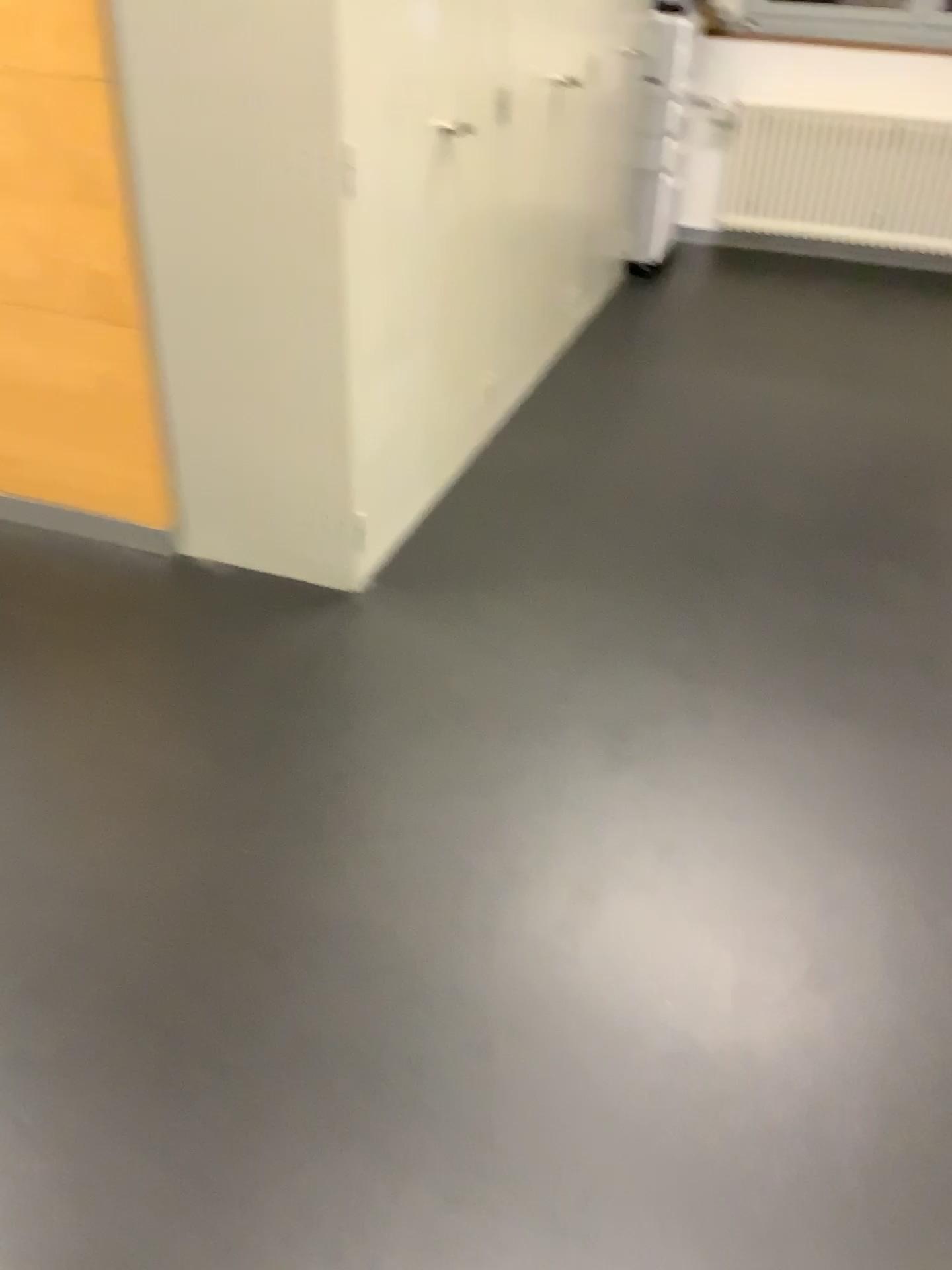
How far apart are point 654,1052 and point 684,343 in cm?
329

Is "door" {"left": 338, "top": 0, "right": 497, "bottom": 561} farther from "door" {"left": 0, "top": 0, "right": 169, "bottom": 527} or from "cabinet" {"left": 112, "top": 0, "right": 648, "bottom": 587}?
"door" {"left": 0, "top": 0, "right": 169, "bottom": 527}

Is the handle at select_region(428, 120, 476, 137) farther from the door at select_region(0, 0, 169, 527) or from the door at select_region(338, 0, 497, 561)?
the door at select_region(0, 0, 169, 527)

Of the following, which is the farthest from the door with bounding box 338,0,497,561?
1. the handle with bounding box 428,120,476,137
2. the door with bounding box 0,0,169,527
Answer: the door with bounding box 0,0,169,527

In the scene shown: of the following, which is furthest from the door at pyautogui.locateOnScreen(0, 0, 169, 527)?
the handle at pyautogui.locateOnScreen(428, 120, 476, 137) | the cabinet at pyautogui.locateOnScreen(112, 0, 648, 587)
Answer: the handle at pyautogui.locateOnScreen(428, 120, 476, 137)

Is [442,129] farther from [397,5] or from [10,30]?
[10,30]

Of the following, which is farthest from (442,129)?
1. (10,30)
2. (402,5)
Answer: (10,30)

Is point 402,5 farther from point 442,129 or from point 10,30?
point 10,30

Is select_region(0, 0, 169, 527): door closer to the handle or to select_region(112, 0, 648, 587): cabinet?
select_region(112, 0, 648, 587): cabinet
